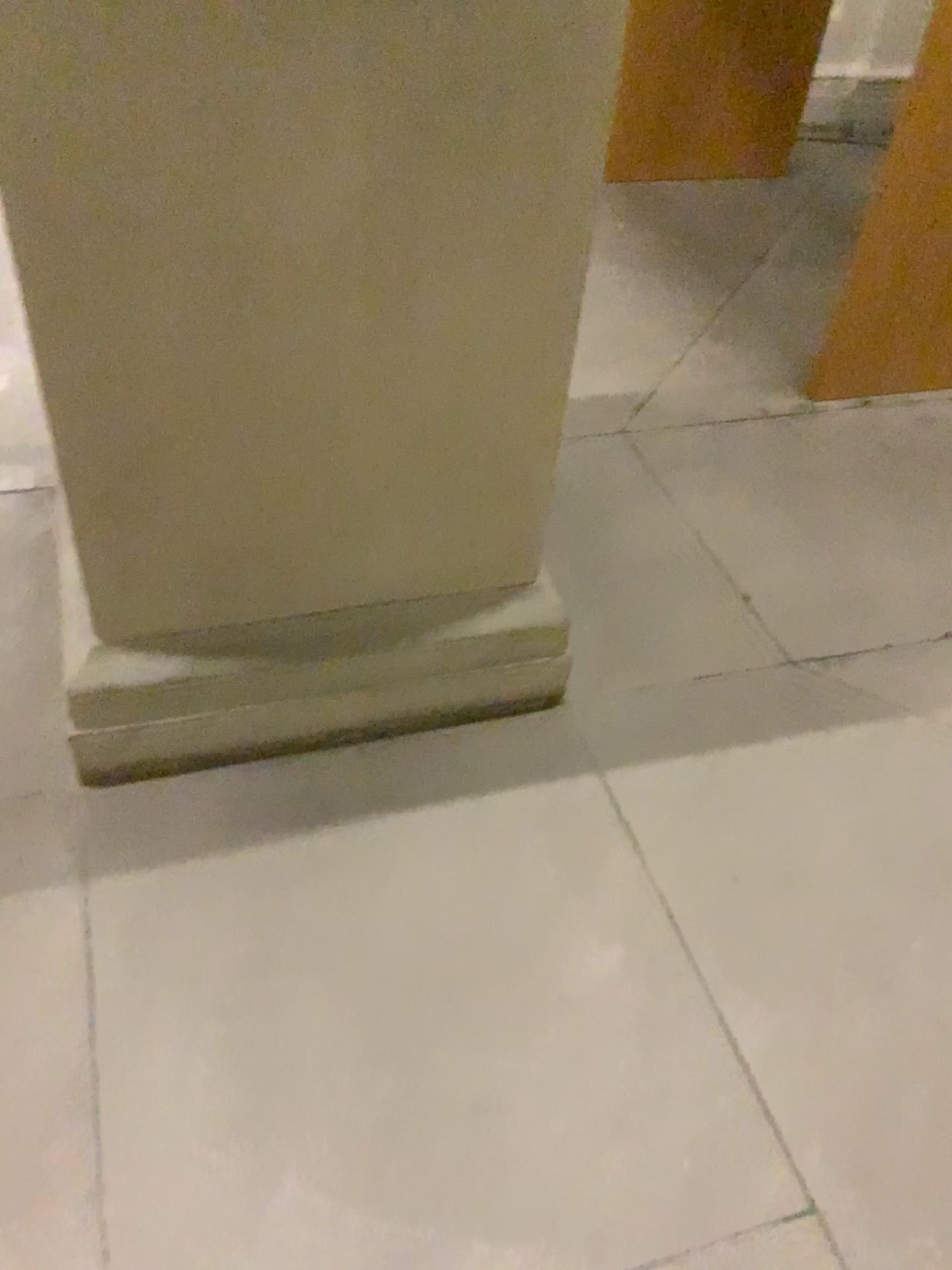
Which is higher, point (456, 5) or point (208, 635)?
point (456, 5)

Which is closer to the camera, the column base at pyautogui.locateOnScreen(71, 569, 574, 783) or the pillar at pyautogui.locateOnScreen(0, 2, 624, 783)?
the pillar at pyautogui.locateOnScreen(0, 2, 624, 783)

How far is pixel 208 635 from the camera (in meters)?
1.64

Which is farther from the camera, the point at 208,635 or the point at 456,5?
the point at 208,635

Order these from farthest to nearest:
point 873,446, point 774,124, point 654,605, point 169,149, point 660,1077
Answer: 1. point 774,124
2. point 873,446
3. point 654,605
4. point 660,1077
5. point 169,149

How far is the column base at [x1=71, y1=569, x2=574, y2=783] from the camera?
1.64m
